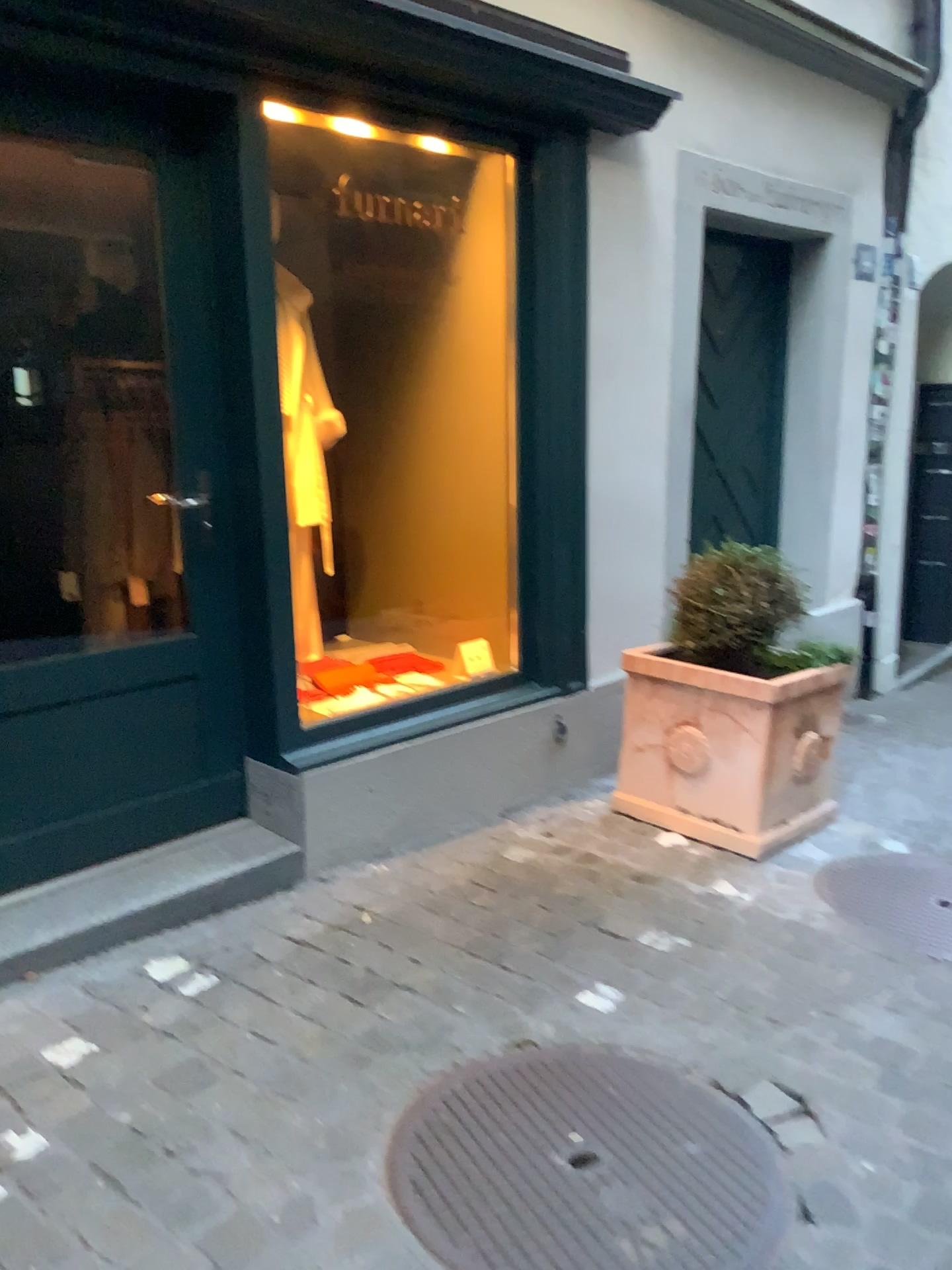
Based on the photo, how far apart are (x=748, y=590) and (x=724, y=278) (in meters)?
1.87

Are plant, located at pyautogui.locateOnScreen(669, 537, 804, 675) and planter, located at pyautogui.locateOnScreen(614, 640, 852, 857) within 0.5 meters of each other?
yes

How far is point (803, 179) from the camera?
4.4 meters

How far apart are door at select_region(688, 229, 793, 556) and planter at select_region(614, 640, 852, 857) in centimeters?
115cm

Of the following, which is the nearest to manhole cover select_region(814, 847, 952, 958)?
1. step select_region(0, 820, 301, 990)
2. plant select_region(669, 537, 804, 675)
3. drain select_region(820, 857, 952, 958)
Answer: drain select_region(820, 857, 952, 958)

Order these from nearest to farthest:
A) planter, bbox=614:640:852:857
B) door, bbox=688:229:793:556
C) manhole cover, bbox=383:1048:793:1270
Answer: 1. manhole cover, bbox=383:1048:793:1270
2. planter, bbox=614:640:852:857
3. door, bbox=688:229:793:556

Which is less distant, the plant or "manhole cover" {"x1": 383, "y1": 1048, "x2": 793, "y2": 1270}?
"manhole cover" {"x1": 383, "y1": 1048, "x2": 793, "y2": 1270}

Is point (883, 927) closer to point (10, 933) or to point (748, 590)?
point (748, 590)

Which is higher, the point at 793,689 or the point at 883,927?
the point at 793,689

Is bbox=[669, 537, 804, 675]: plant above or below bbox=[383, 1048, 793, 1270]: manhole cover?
above
